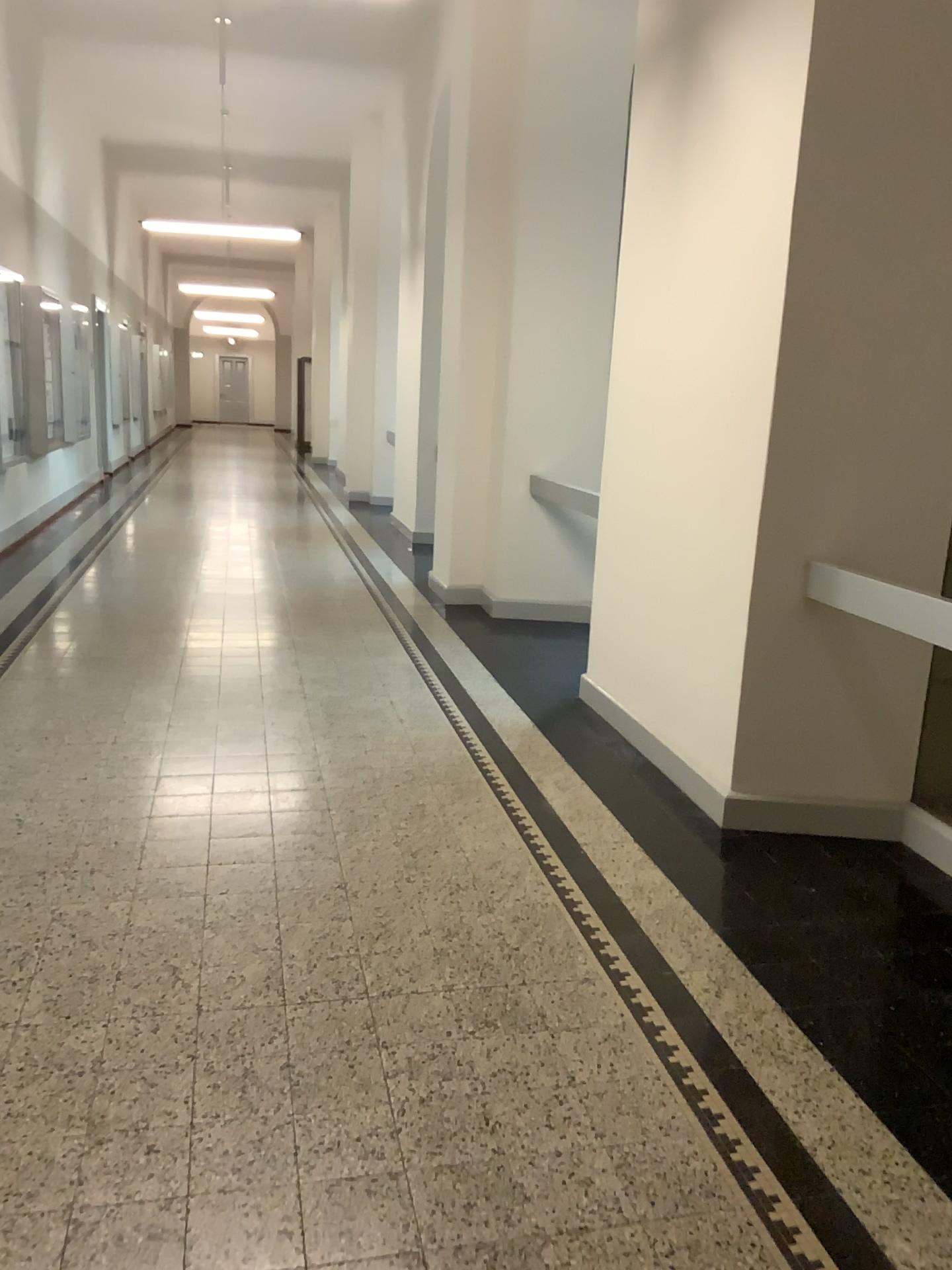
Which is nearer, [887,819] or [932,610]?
[932,610]

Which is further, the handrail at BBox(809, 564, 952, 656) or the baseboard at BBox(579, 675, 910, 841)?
the baseboard at BBox(579, 675, 910, 841)

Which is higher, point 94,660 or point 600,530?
point 600,530

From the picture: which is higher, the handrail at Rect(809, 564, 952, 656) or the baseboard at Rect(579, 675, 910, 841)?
the handrail at Rect(809, 564, 952, 656)

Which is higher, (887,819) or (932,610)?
(932,610)

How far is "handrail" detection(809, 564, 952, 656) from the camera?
3.1 meters

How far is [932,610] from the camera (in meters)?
3.06
